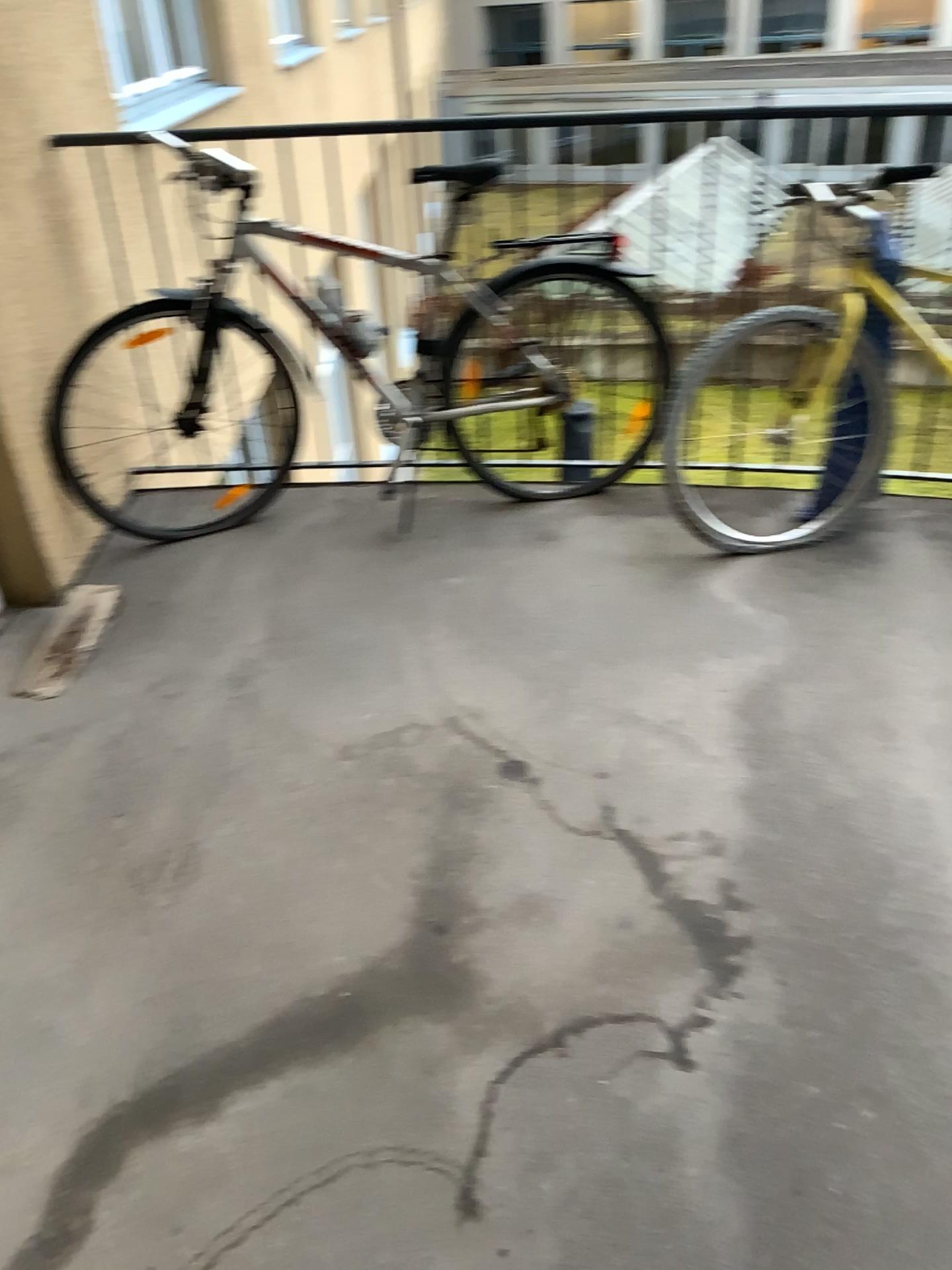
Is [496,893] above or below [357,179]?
below

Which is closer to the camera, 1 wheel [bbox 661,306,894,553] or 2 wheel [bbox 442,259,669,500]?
1 wheel [bbox 661,306,894,553]

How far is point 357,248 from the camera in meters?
2.9

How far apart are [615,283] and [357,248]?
0.72m

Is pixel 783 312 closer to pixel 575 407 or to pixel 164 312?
pixel 575 407

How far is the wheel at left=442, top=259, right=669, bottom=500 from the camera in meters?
2.9 m

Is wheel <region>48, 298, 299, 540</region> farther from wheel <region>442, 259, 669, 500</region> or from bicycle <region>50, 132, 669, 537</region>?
wheel <region>442, 259, 669, 500</region>

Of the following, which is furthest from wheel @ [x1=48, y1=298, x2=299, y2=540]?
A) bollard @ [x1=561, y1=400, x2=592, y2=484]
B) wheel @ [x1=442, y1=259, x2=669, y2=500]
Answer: bollard @ [x1=561, y1=400, x2=592, y2=484]

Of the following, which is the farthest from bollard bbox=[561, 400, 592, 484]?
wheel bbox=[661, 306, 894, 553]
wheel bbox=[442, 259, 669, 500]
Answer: wheel bbox=[661, 306, 894, 553]

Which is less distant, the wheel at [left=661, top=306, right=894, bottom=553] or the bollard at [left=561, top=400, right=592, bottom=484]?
the wheel at [left=661, top=306, right=894, bottom=553]
